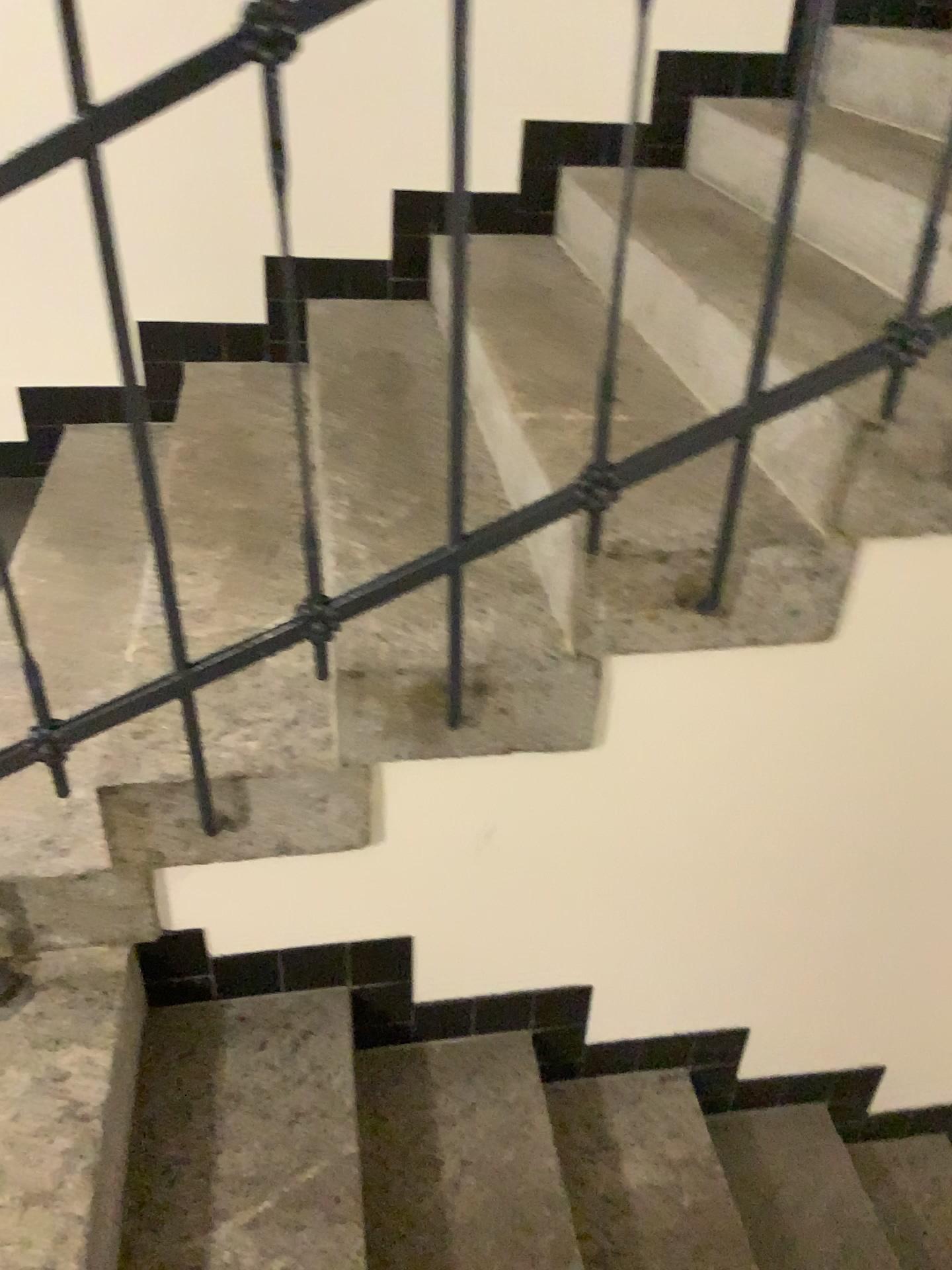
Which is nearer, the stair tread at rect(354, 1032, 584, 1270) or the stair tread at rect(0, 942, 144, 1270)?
the stair tread at rect(0, 942, 144, 1270)

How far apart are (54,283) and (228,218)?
0.4 meters

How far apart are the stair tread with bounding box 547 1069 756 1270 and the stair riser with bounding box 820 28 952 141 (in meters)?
1.83

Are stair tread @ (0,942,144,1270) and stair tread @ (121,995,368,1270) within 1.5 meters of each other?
yes

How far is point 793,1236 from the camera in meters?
1.8

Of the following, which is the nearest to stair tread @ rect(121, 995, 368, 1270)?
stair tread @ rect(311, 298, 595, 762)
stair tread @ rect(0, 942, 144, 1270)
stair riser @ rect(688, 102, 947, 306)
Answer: stair tread @ rect(0, 942, 144, 1270)

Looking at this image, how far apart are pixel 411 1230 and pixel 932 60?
2.20m

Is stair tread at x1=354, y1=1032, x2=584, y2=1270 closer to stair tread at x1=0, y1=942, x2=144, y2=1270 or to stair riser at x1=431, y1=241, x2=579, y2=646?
stair tread at x1=0, y1=942, x2=144, y2=1270

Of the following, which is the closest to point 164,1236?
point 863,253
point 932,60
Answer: point 863,253

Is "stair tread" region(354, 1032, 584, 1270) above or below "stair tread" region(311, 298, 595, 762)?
below
